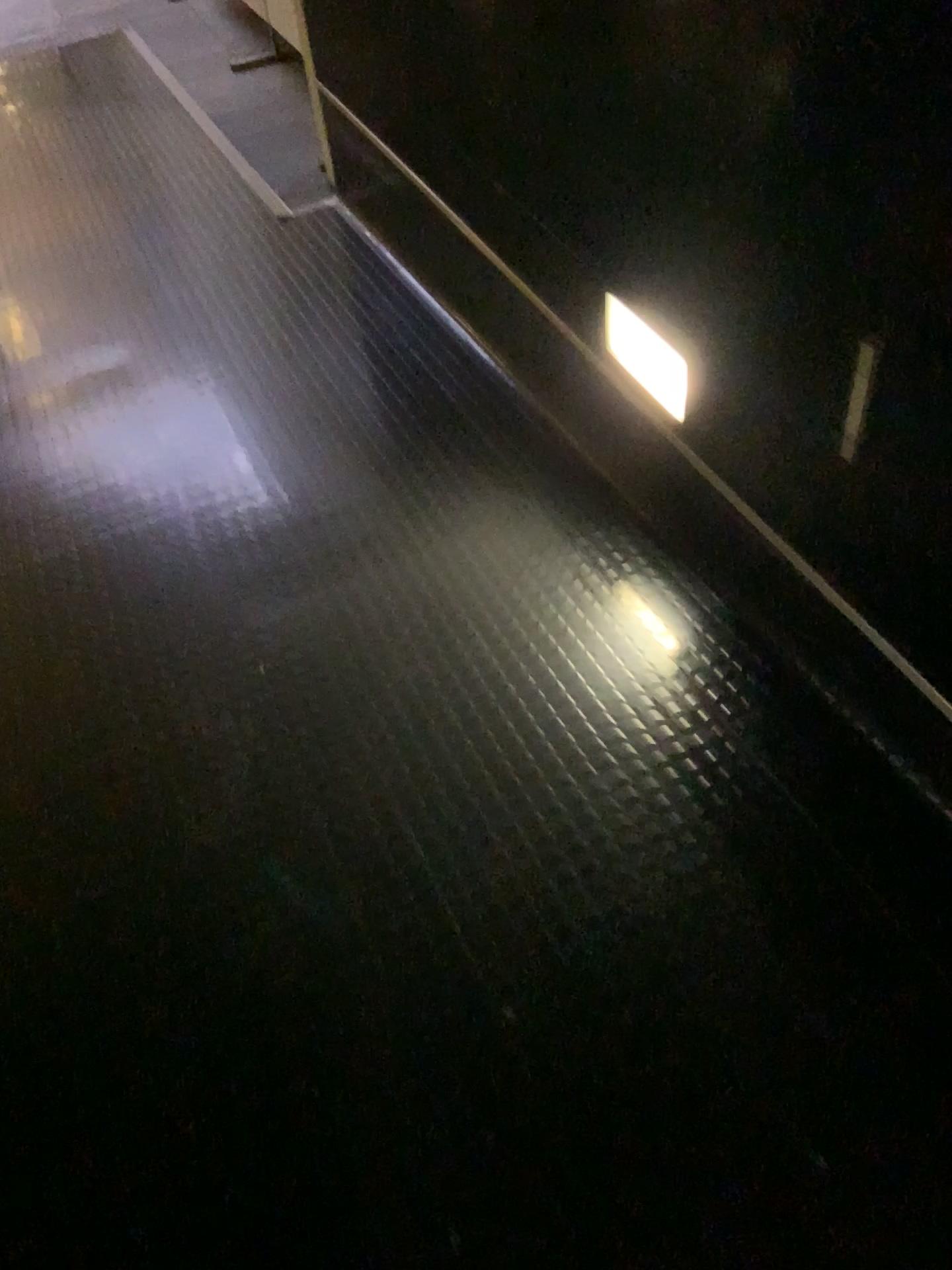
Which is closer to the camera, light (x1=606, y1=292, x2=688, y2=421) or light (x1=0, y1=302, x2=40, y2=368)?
light (x1=606, y1=292, x2=688, y2=421)

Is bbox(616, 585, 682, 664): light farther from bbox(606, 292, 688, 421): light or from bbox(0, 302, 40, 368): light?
bbox(0, 302, 40, 368): light

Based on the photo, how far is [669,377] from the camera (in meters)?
1.73

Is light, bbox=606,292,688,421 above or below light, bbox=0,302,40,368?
above

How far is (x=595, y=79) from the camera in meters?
1.5

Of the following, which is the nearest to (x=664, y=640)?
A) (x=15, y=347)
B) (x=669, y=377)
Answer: (x=669, y=377)

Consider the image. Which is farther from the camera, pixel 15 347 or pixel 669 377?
pixel 15 347

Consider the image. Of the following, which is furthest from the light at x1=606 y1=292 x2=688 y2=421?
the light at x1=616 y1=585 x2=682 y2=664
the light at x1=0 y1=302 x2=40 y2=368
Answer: the light at x1=0 y1=302 x2=40 y2=368

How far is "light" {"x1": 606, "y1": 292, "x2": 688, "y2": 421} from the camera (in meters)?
1.73
